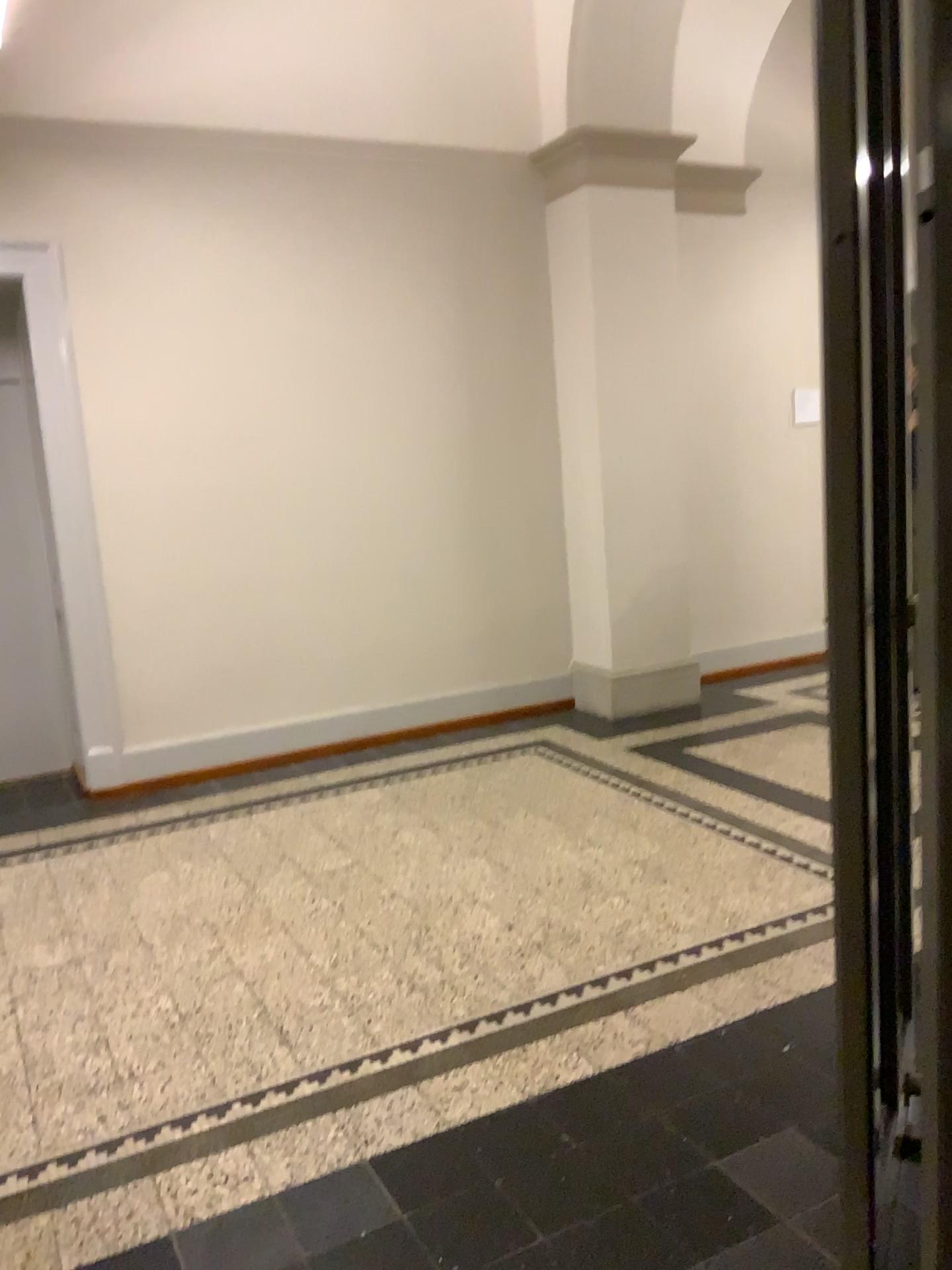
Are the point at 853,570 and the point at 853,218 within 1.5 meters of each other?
yes
